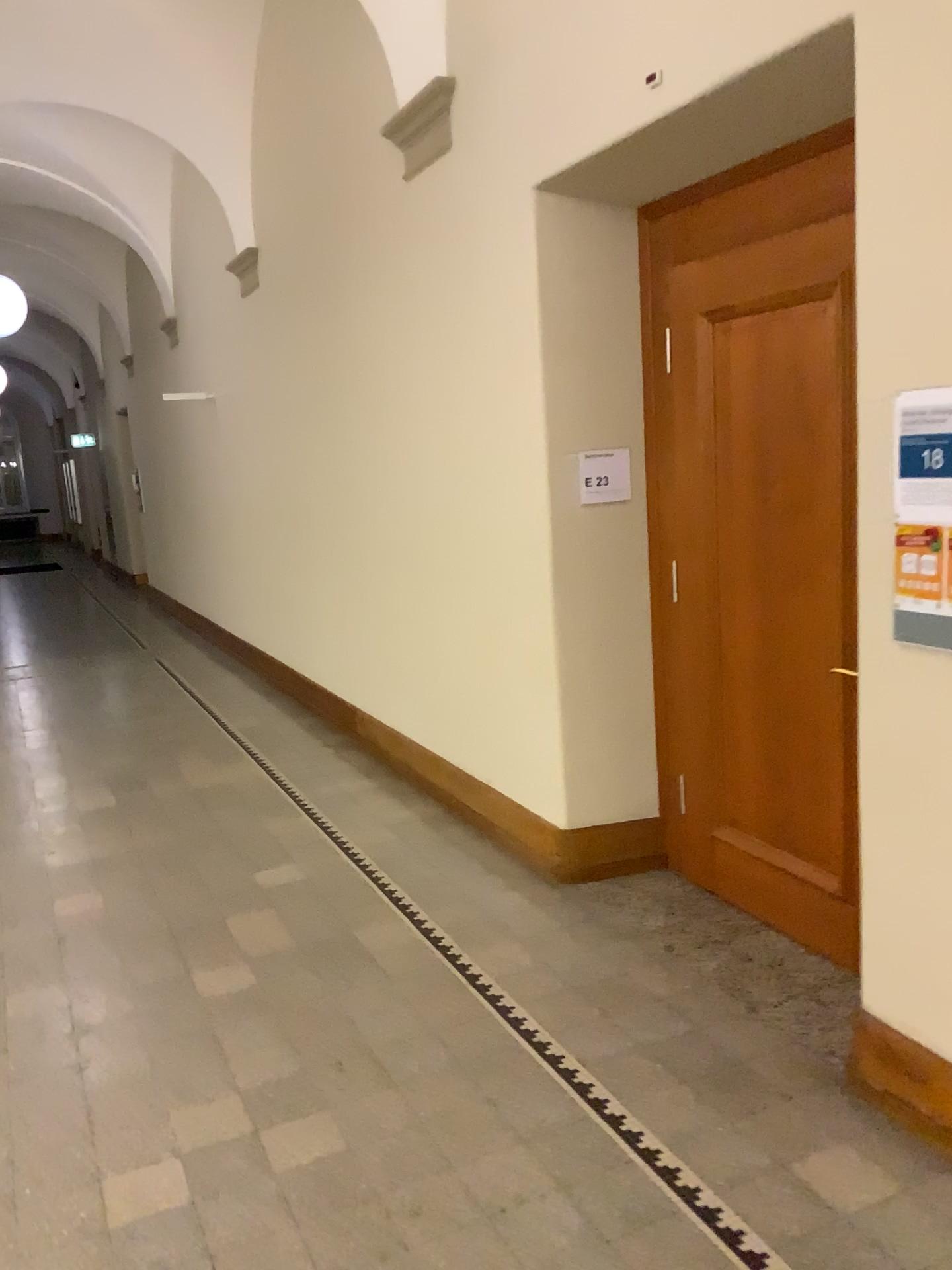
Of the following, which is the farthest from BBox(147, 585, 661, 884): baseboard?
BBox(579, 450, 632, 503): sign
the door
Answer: BBox(579, 450, 632, 503): sign

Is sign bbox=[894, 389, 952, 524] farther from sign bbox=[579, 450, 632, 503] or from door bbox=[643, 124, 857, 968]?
sign bbox=[579, 450, 632, 503]

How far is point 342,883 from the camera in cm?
438

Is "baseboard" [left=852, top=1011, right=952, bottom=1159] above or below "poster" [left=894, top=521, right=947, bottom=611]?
below

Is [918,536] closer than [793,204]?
Yes

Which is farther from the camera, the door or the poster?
the door

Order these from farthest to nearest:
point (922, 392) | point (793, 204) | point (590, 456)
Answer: point (590, 456)
point (793, 204)
point (922, 392)

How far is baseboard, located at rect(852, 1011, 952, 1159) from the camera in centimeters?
259cm

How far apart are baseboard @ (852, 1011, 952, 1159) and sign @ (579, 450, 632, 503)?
2.1m

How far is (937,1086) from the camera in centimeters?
259cm
